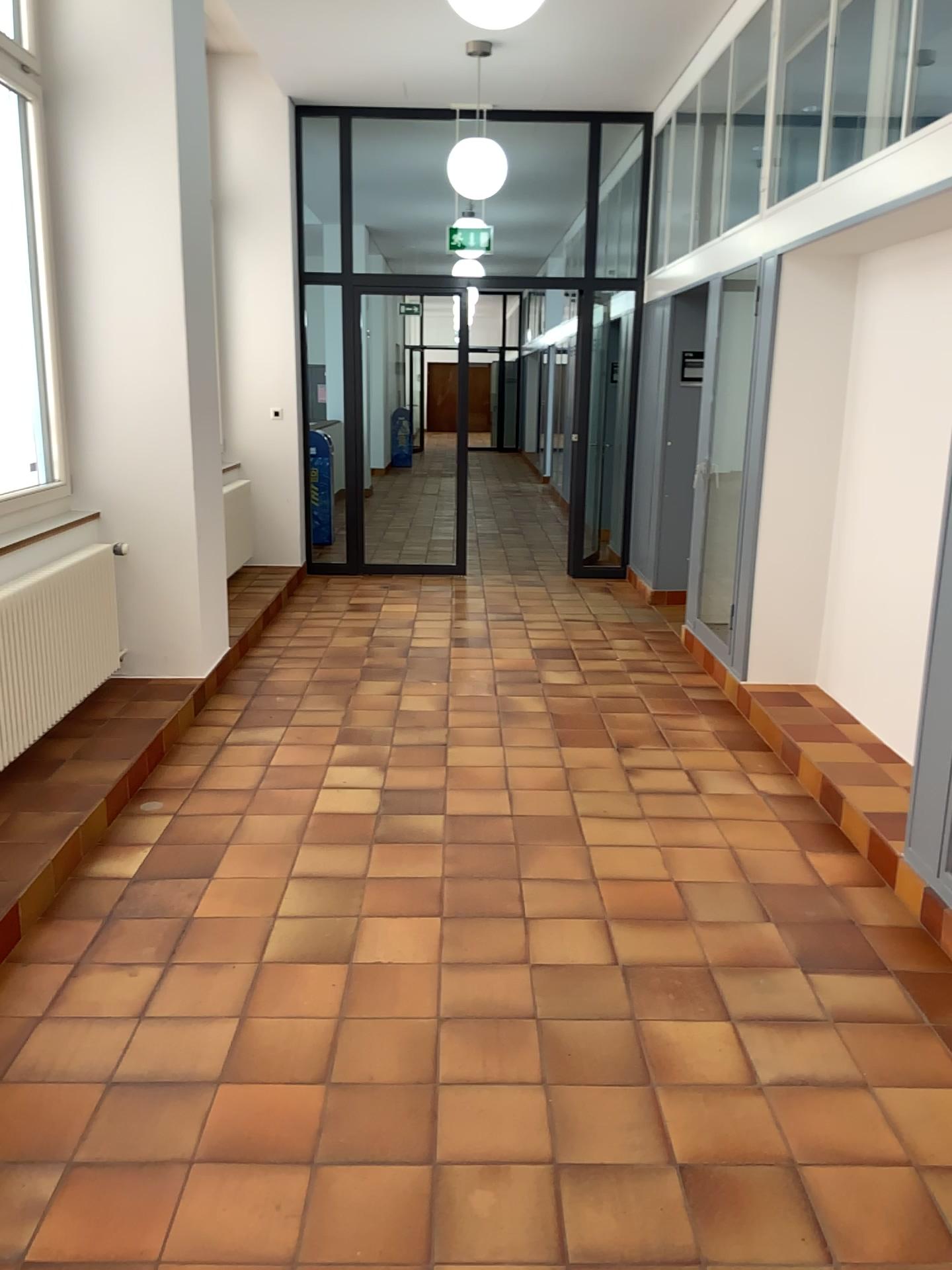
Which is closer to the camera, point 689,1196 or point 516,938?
point 689,1196
